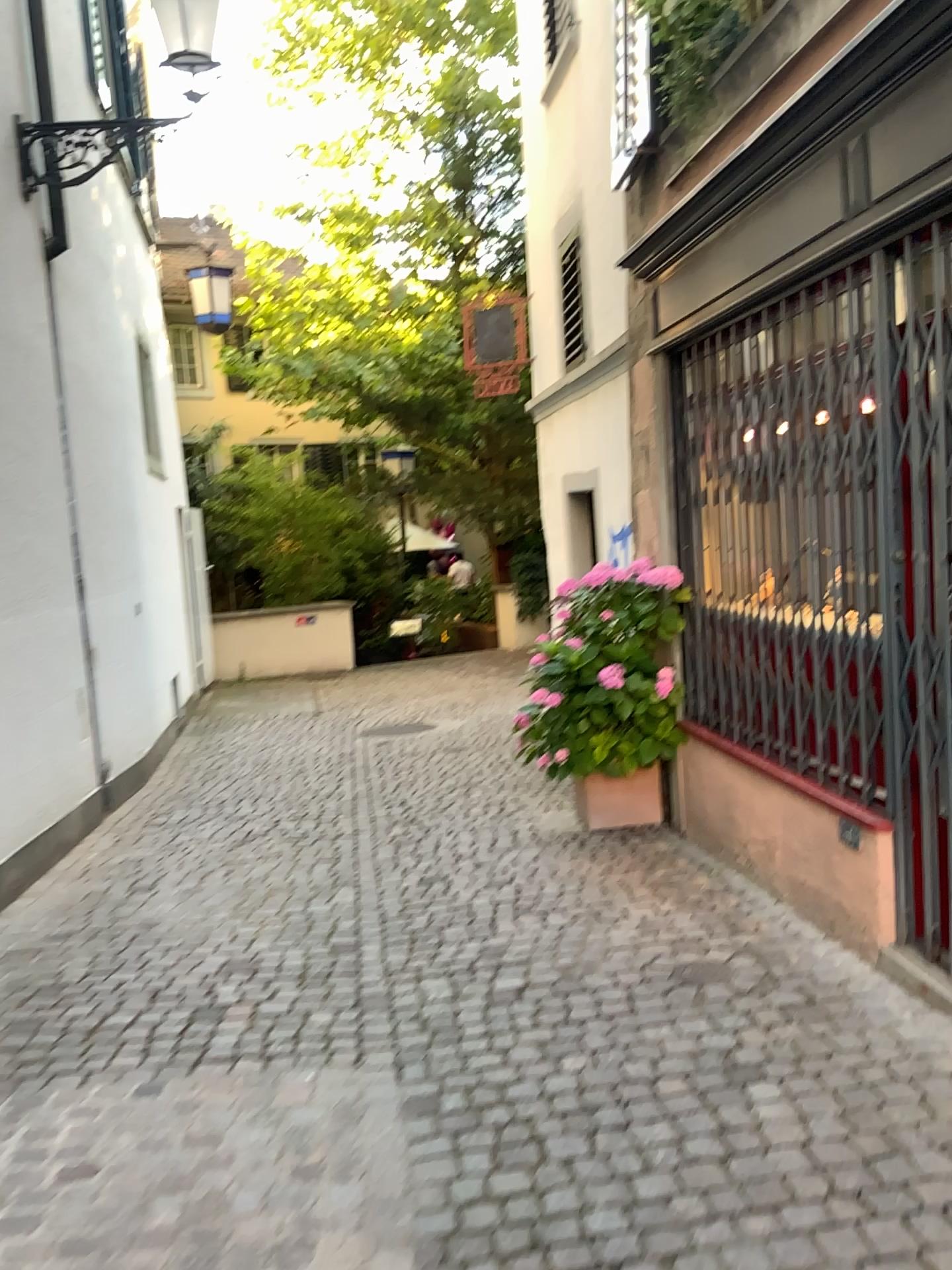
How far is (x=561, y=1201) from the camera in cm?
225
